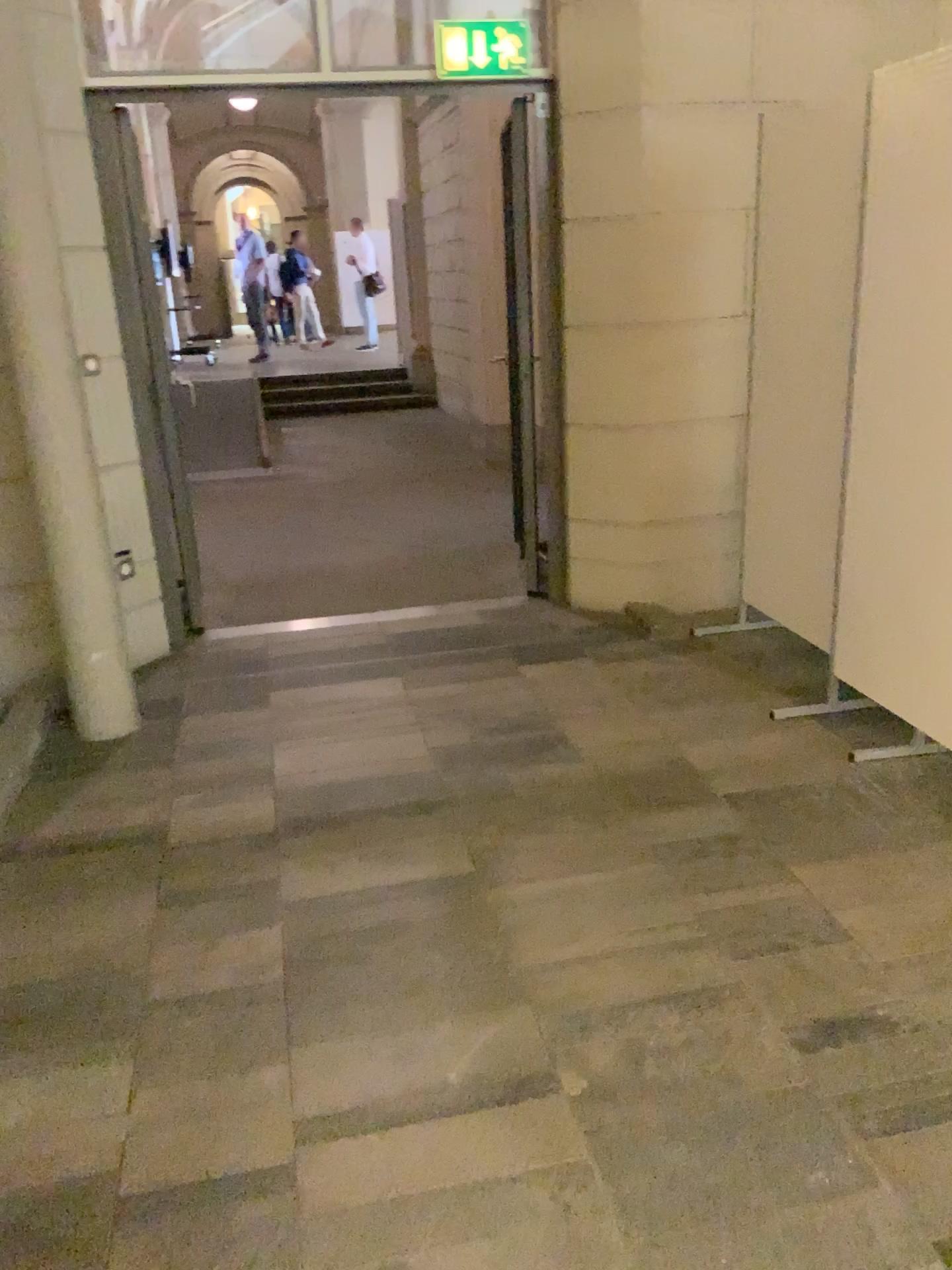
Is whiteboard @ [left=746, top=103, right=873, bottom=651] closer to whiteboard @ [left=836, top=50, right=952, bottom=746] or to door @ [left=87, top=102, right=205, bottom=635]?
whiteboard @ [left=836, top=50, right=952, bottom=746]

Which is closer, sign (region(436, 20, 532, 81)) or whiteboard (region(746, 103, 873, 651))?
whiteboard (region(746, 103, 873, 651))

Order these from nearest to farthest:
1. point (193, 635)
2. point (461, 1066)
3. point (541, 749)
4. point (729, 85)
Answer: point (461, 1066), point (541, 749), point (729, 85), point (193, 635)

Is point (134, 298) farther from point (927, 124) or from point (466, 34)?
point (927, 124)

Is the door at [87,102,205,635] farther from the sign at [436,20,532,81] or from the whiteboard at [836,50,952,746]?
the whiteboard at [836,50,952,746]

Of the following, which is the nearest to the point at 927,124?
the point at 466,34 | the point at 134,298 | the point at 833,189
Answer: the point at 833,189

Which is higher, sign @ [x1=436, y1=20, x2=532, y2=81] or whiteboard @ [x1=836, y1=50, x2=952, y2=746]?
sign @ [x1=436, y1=20, x2=532, y2=81]

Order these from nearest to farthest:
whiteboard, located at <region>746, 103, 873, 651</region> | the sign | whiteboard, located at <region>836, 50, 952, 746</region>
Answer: whiteboard, located at <region>836, 50, 952, 746</region> < whiteboard, located at <region>746, 103, 873, 651</region> < the sign

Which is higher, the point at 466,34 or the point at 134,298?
the point at 466,34

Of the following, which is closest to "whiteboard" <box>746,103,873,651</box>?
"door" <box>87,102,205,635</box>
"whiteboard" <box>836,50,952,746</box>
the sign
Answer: "whiteboard" <box>836,50,952,746</box>
